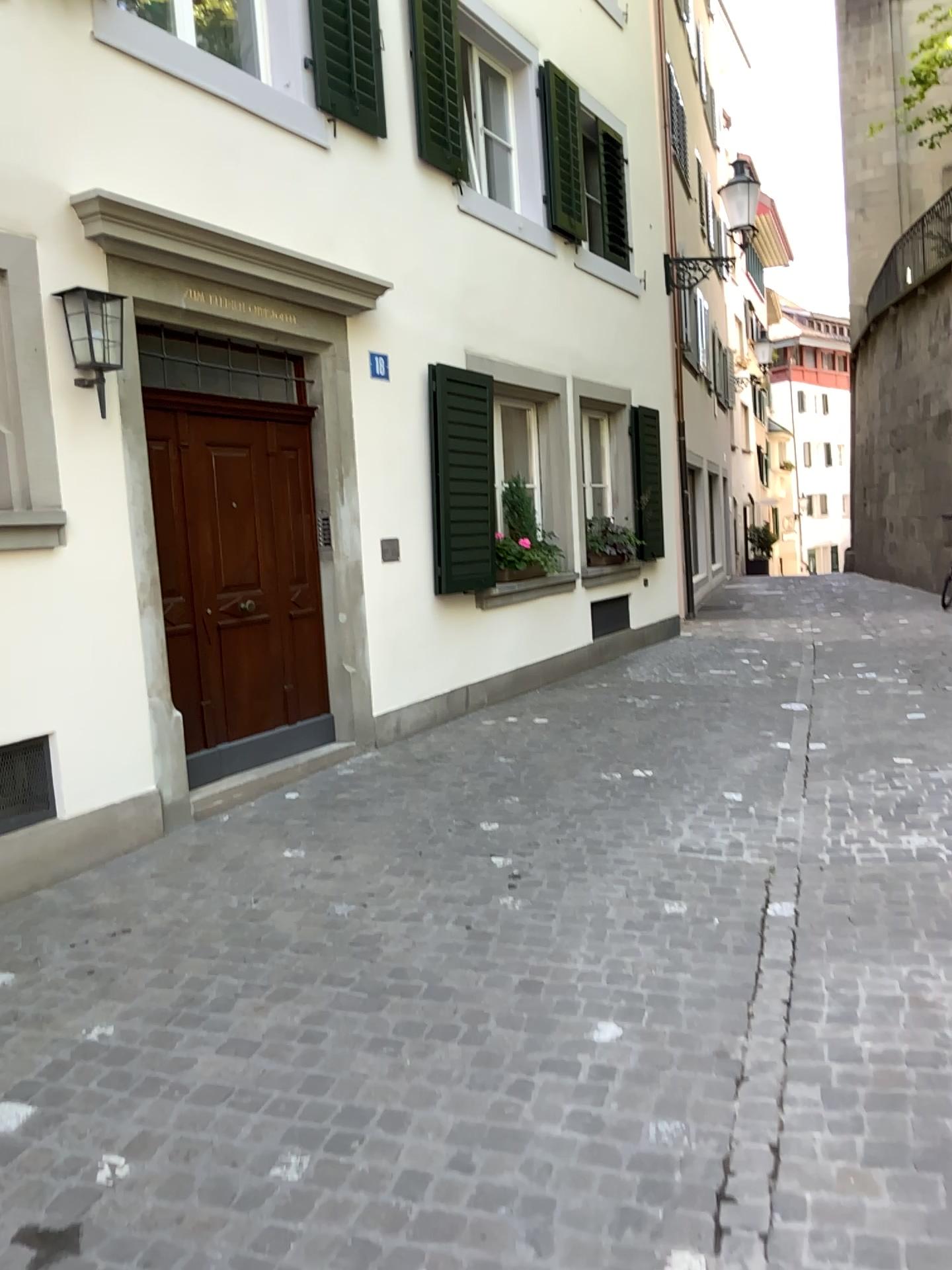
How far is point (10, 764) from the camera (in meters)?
4.20

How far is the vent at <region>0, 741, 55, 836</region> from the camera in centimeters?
420cm

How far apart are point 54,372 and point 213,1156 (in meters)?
3.17
